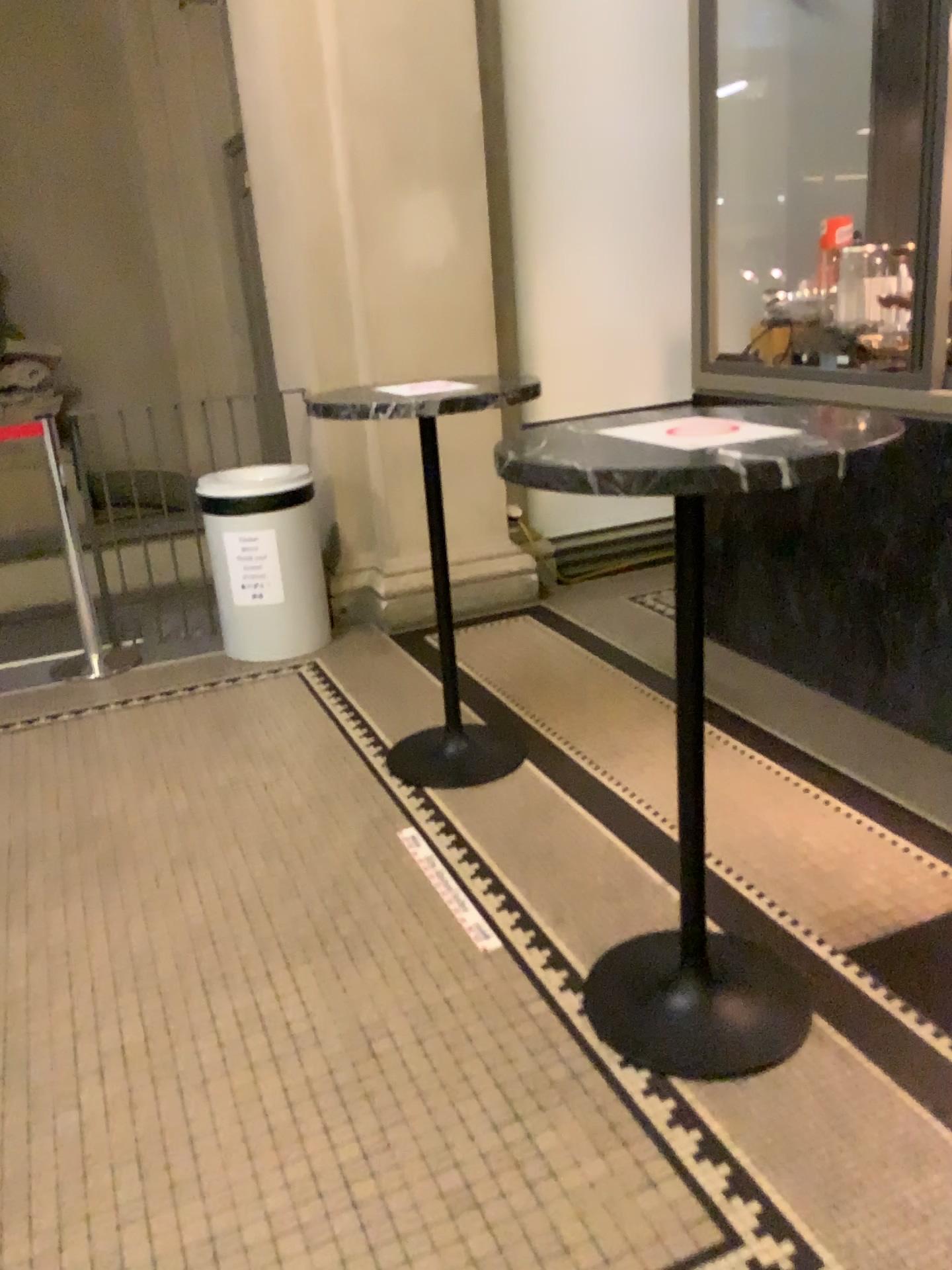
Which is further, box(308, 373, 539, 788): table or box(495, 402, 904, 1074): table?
box(308, 373, 539, 788): table

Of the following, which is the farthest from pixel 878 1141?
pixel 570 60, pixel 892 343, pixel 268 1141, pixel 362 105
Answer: pixel 570 60

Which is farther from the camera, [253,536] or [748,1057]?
[253,536]

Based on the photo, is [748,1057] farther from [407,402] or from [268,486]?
[268,486]

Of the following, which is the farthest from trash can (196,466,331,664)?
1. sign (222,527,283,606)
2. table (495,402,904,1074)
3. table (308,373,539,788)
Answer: table (495,402,904,1074)

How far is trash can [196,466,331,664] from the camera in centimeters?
402cm

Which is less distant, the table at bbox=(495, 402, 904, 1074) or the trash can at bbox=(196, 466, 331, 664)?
the table at bbox=(495, 402, 904, 1074)

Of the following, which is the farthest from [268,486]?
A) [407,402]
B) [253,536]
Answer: [407,402]

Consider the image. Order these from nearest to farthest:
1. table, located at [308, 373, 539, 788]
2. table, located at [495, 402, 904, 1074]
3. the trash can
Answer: table, located at [495, 402, 904, 1074], table, located at [308, 373, 539, 788], the trash can

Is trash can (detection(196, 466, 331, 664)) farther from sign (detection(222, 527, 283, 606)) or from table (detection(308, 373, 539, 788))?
table (detection(308, 373, 539, 788))
